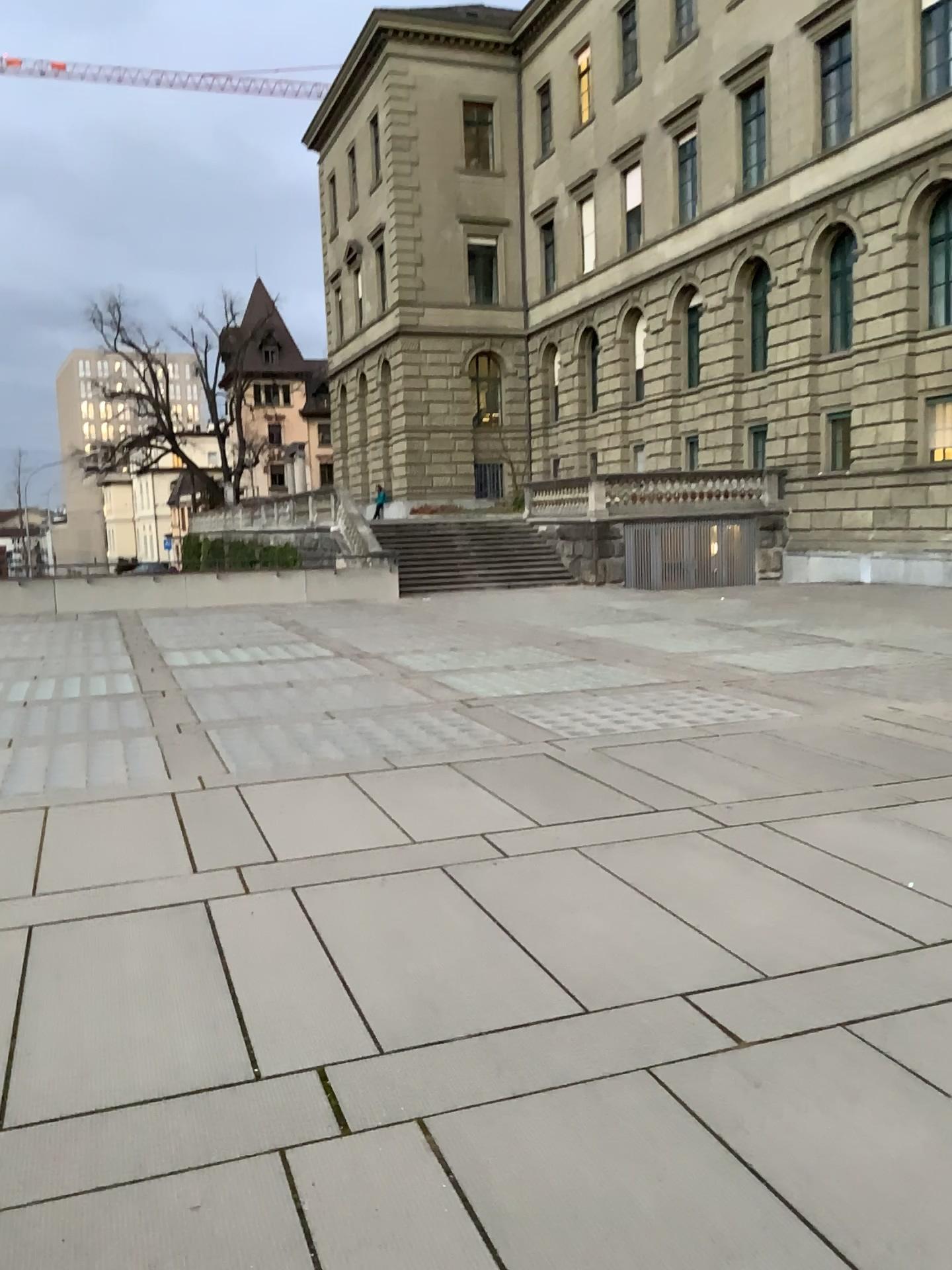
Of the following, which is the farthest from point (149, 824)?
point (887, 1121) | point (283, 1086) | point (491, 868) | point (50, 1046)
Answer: point (887, 1121)
